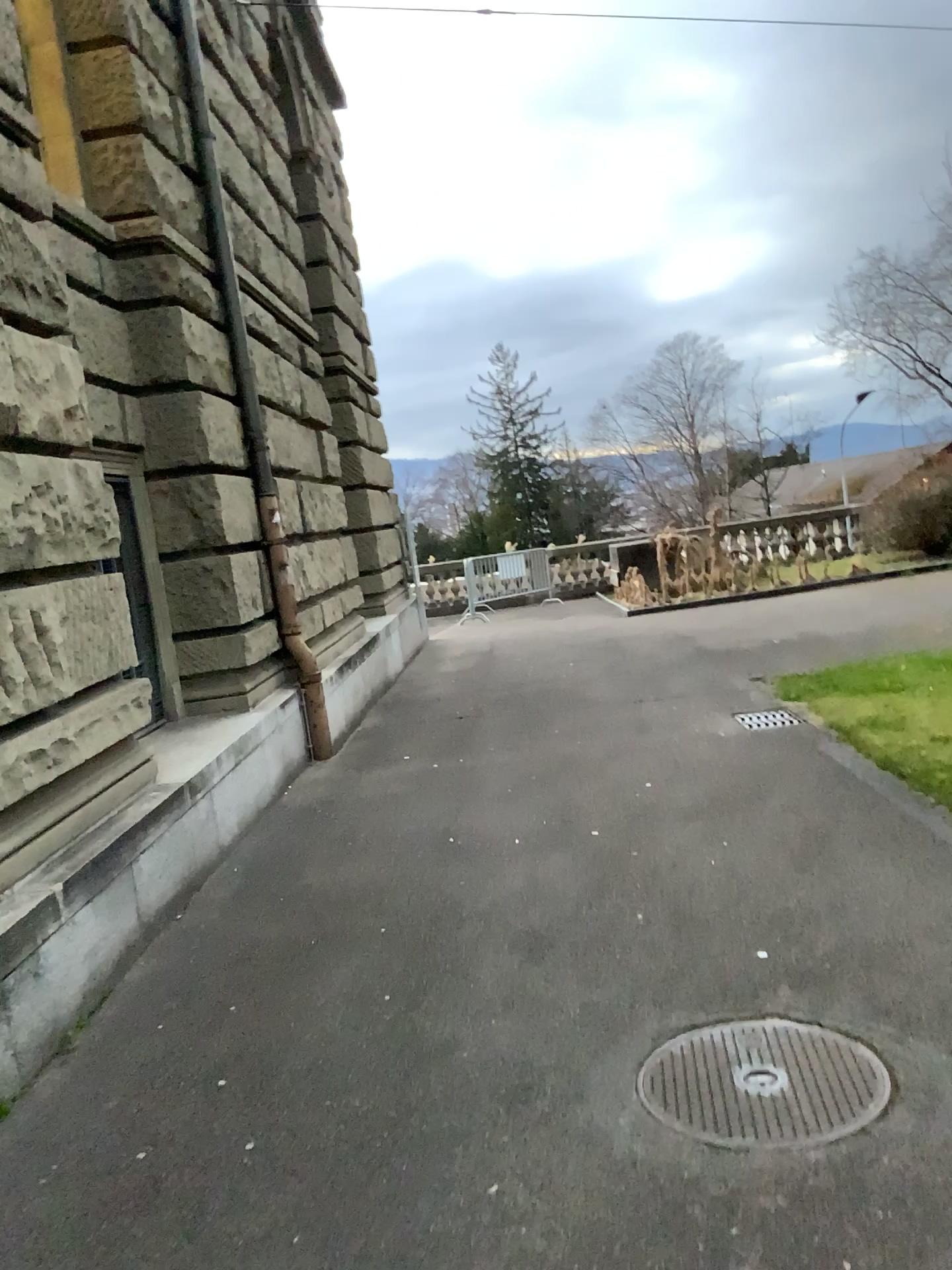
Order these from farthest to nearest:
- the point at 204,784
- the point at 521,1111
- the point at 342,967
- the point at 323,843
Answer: the point at 323,843 → the point at 204,784 → the point at 342,967 → the point at 521,1111
